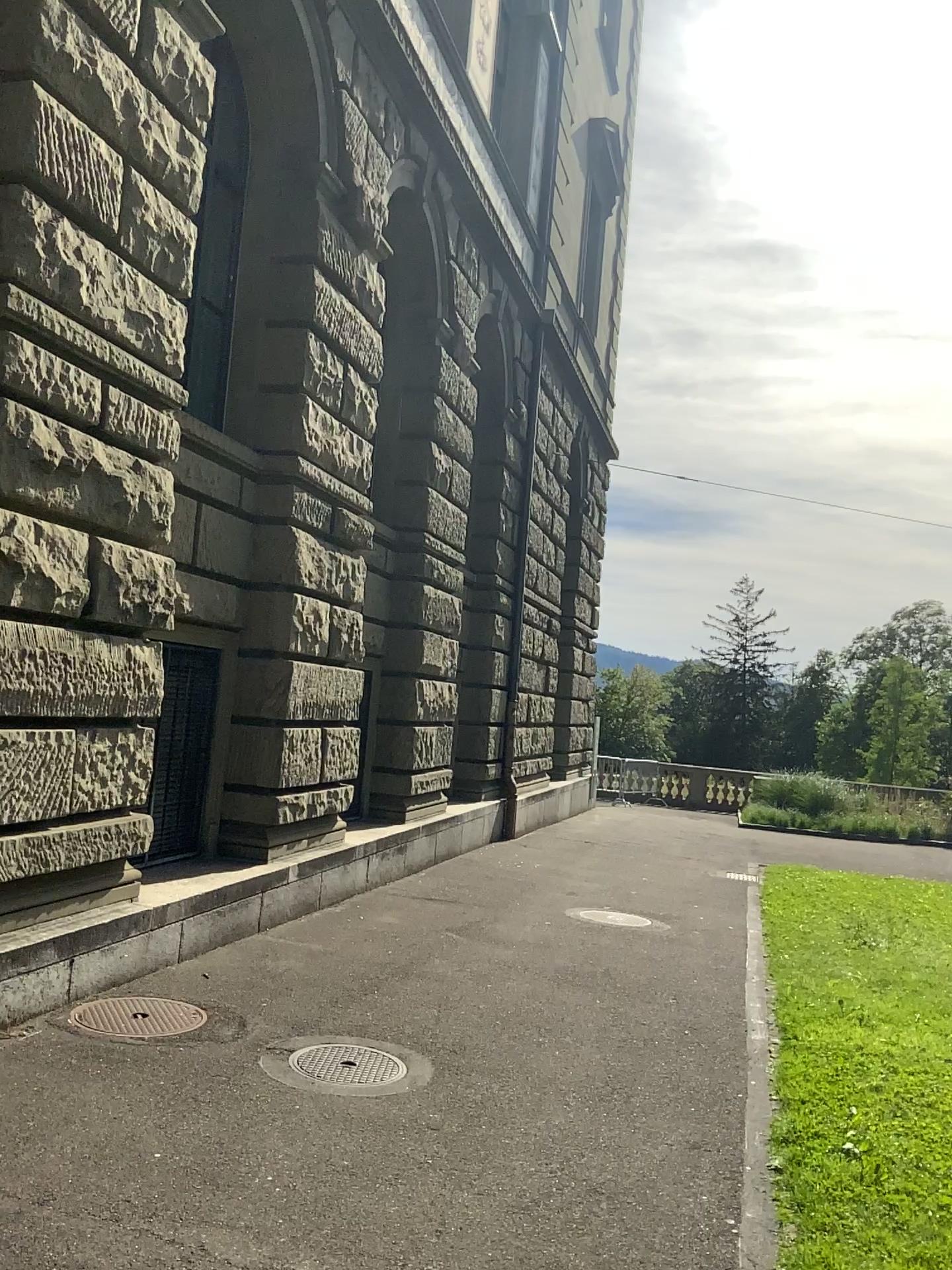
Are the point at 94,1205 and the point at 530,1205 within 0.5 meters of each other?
no
